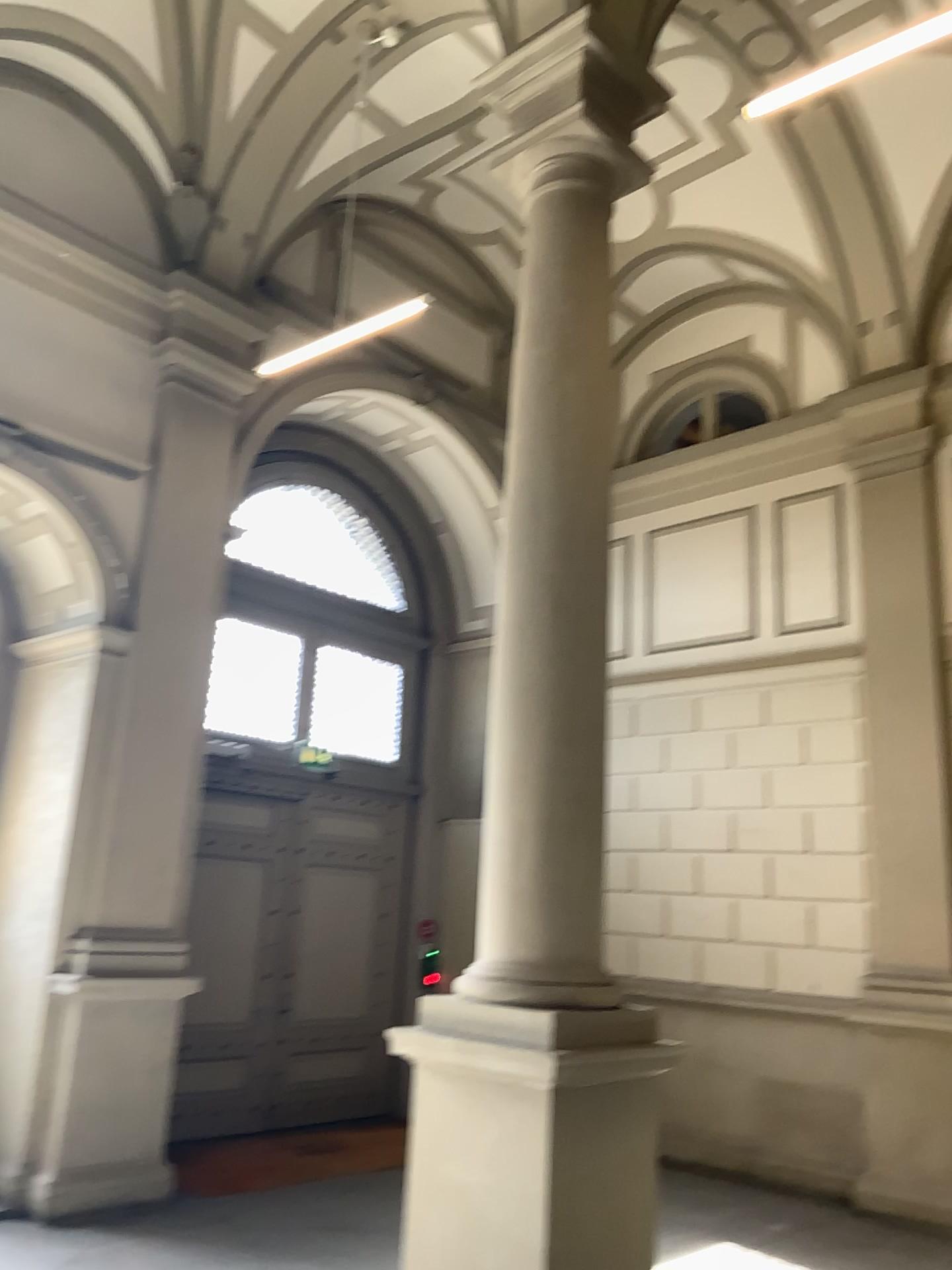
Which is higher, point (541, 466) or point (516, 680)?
point (541, 466)
